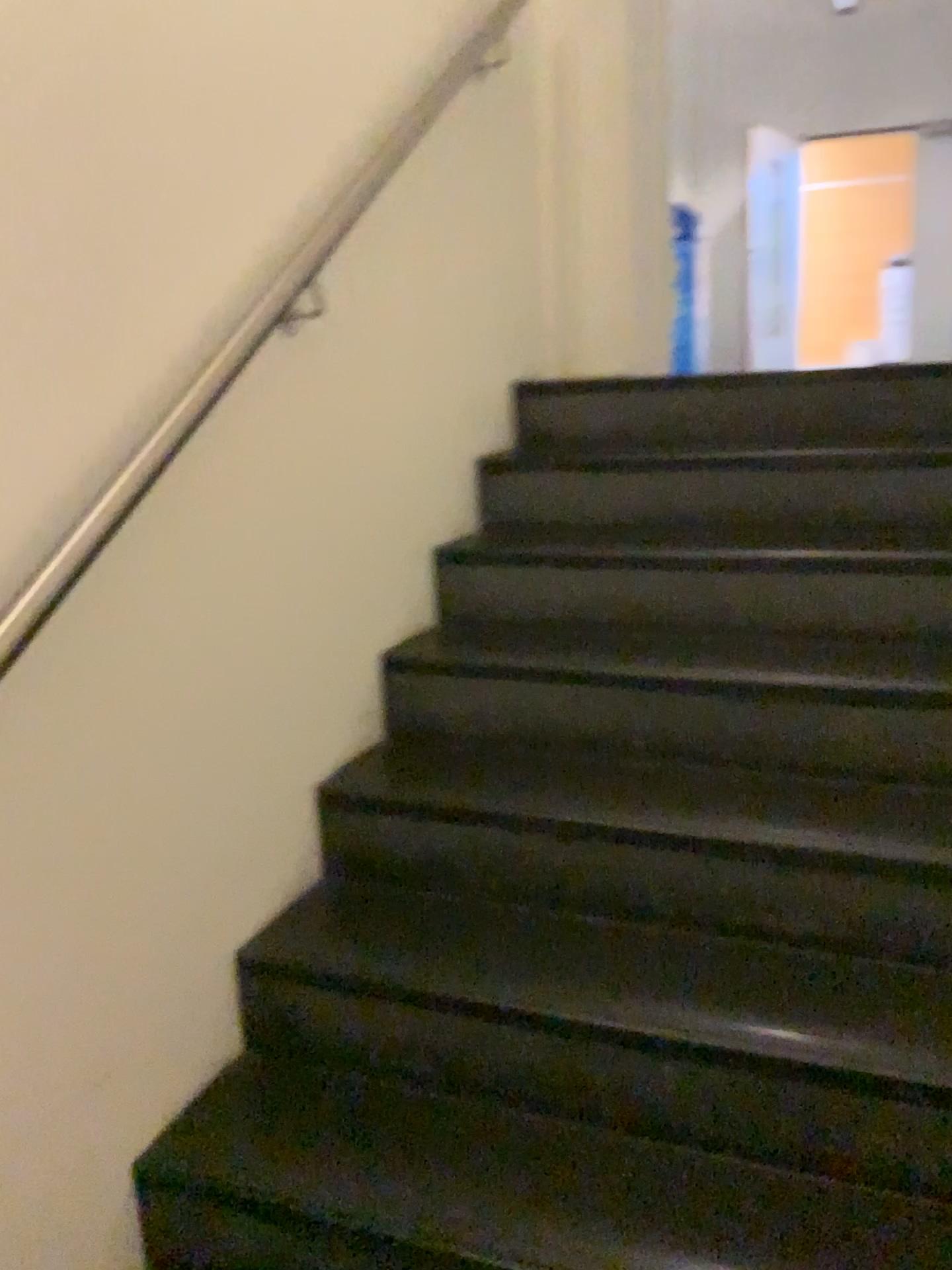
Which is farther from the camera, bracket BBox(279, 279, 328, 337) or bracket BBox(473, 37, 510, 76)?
bracket BBox(473, 37, 510, 76)

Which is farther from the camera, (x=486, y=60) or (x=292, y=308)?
(x=486, y=60)

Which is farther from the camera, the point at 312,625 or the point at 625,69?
the point at 625,69

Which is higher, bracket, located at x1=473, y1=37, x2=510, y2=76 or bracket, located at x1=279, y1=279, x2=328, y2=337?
bracket, located at x1=473, y1=37, x2=510, y2=76

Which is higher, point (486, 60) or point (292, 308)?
point (486, 60)
